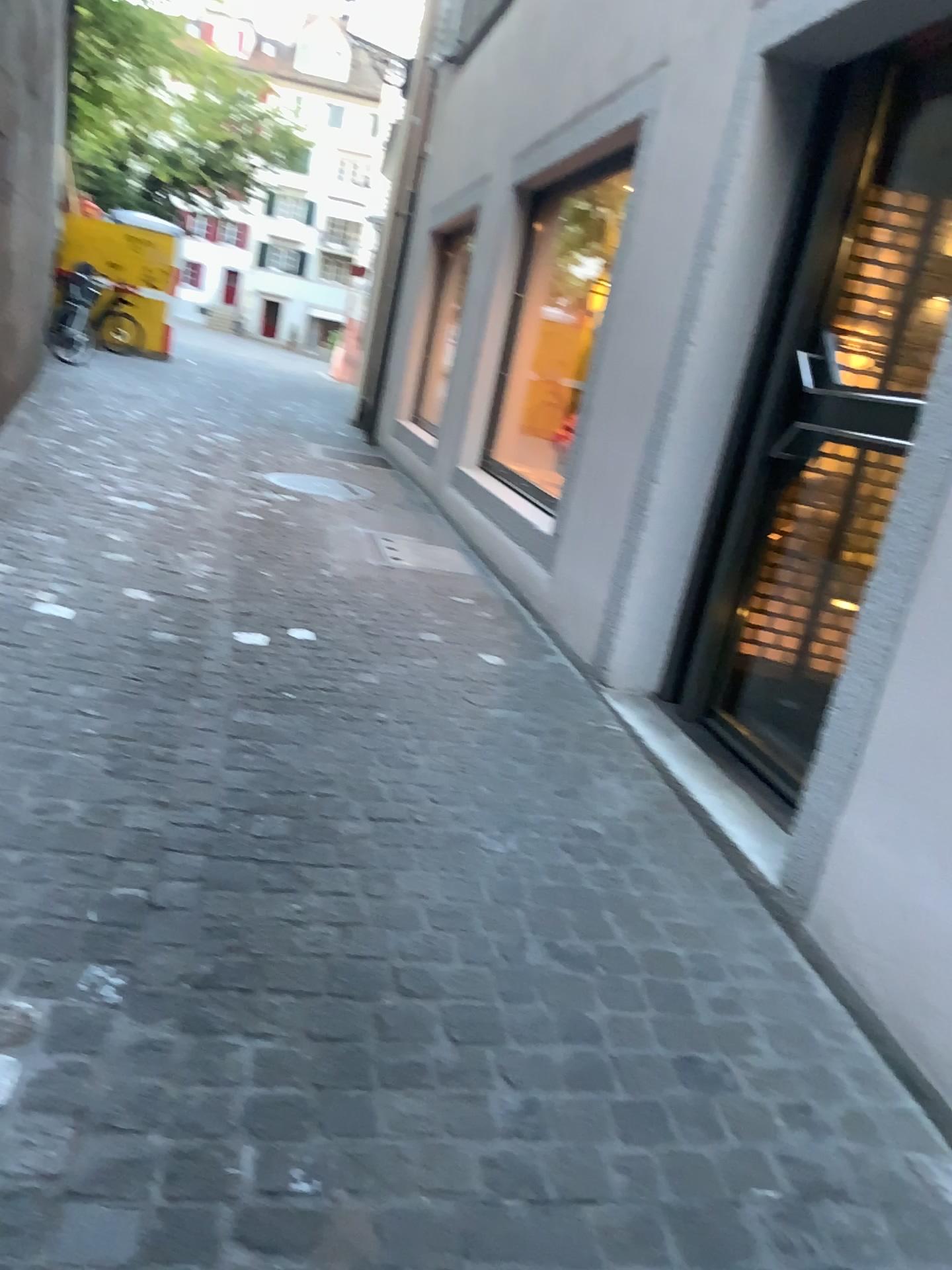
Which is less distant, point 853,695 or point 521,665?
point 853,695
